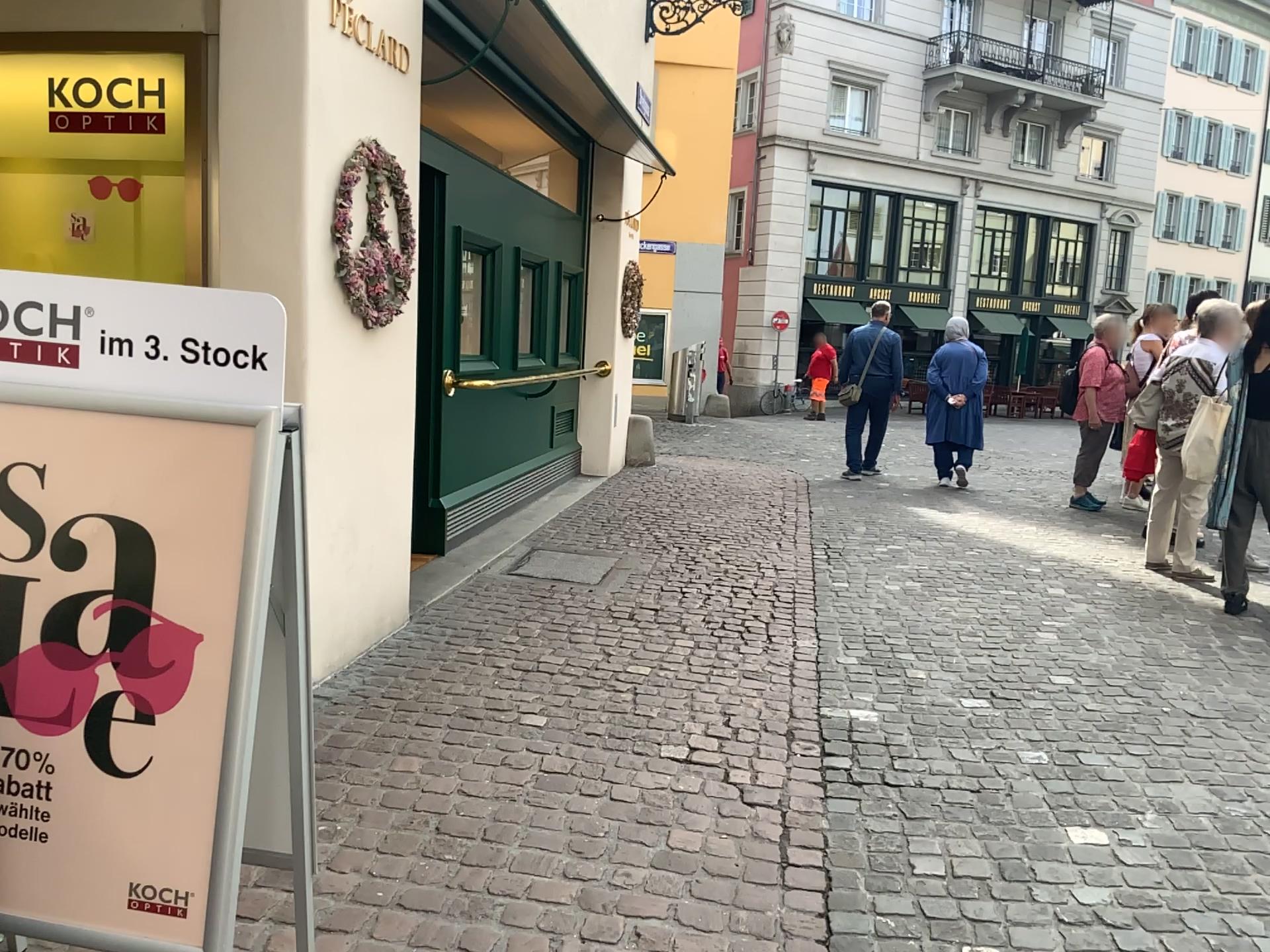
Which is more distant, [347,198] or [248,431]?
[347,198]

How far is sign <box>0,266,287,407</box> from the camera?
1.7m

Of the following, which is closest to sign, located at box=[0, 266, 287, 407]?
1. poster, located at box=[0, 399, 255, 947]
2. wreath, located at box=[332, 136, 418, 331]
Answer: poster, located at box=[0, 399, 255, 947]

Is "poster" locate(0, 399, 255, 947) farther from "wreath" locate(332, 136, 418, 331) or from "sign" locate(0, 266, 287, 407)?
"wreath" locate(332, 136, 418, 331)

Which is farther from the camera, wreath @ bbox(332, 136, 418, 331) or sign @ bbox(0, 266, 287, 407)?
wreath @ bbox(332, 136, 418, 331)

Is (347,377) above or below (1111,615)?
above

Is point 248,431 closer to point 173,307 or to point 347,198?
point 173,307

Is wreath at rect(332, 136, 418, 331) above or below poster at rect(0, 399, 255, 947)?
above

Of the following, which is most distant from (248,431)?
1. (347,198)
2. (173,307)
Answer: (347,198)
